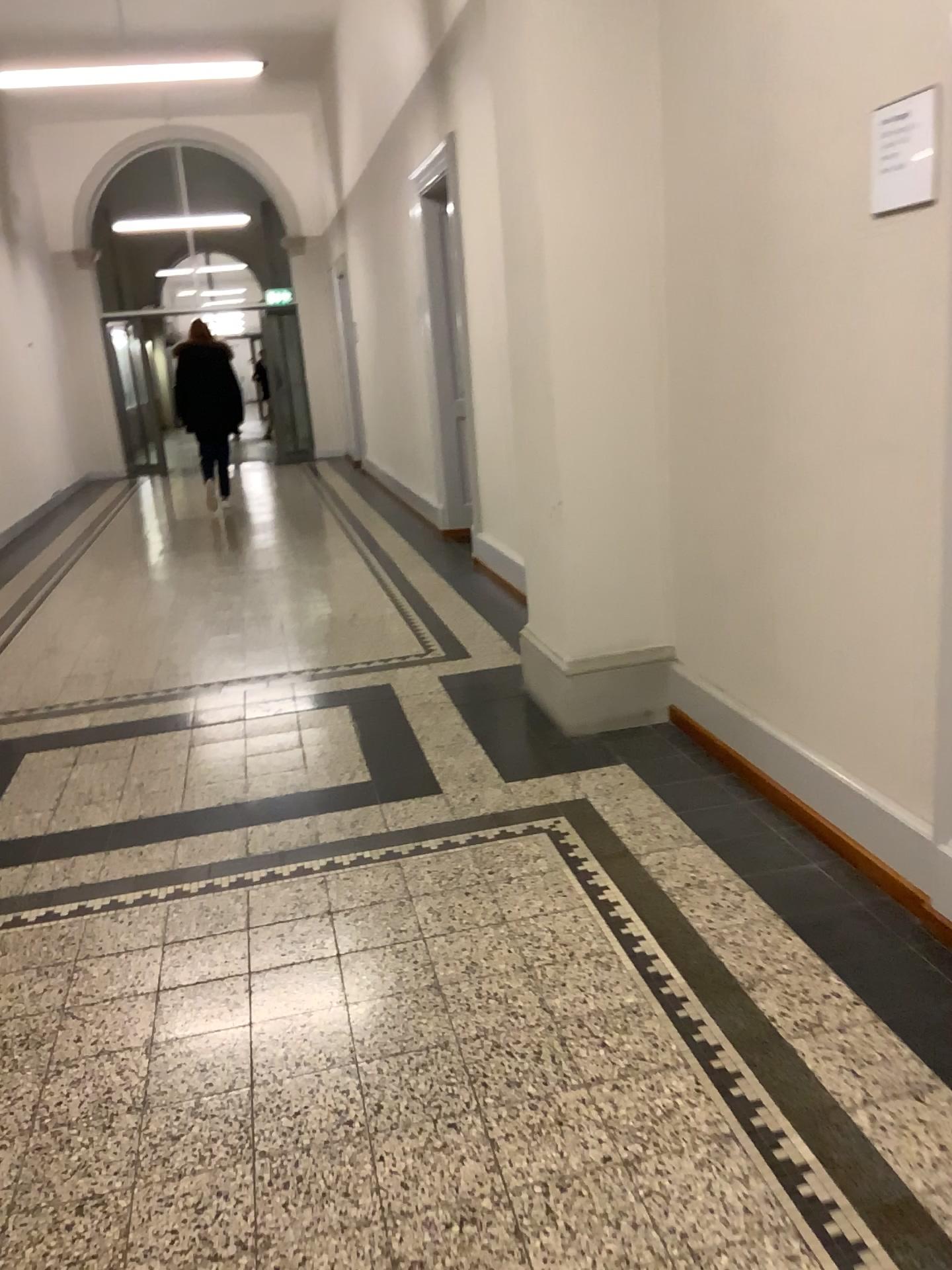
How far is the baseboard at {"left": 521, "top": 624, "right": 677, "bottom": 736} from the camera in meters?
3.6 m

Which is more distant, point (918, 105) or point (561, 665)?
point (561, 665)

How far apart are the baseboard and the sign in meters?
1.8 m

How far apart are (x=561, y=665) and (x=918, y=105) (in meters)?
2.04

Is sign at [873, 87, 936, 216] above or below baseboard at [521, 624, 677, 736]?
above

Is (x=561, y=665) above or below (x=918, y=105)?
below

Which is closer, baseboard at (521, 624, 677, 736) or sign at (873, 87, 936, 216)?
sign at (873, 87, 936, 216)

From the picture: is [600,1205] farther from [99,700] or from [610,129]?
[99,700]

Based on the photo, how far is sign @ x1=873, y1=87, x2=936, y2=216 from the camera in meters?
Answer: 2.1 m
